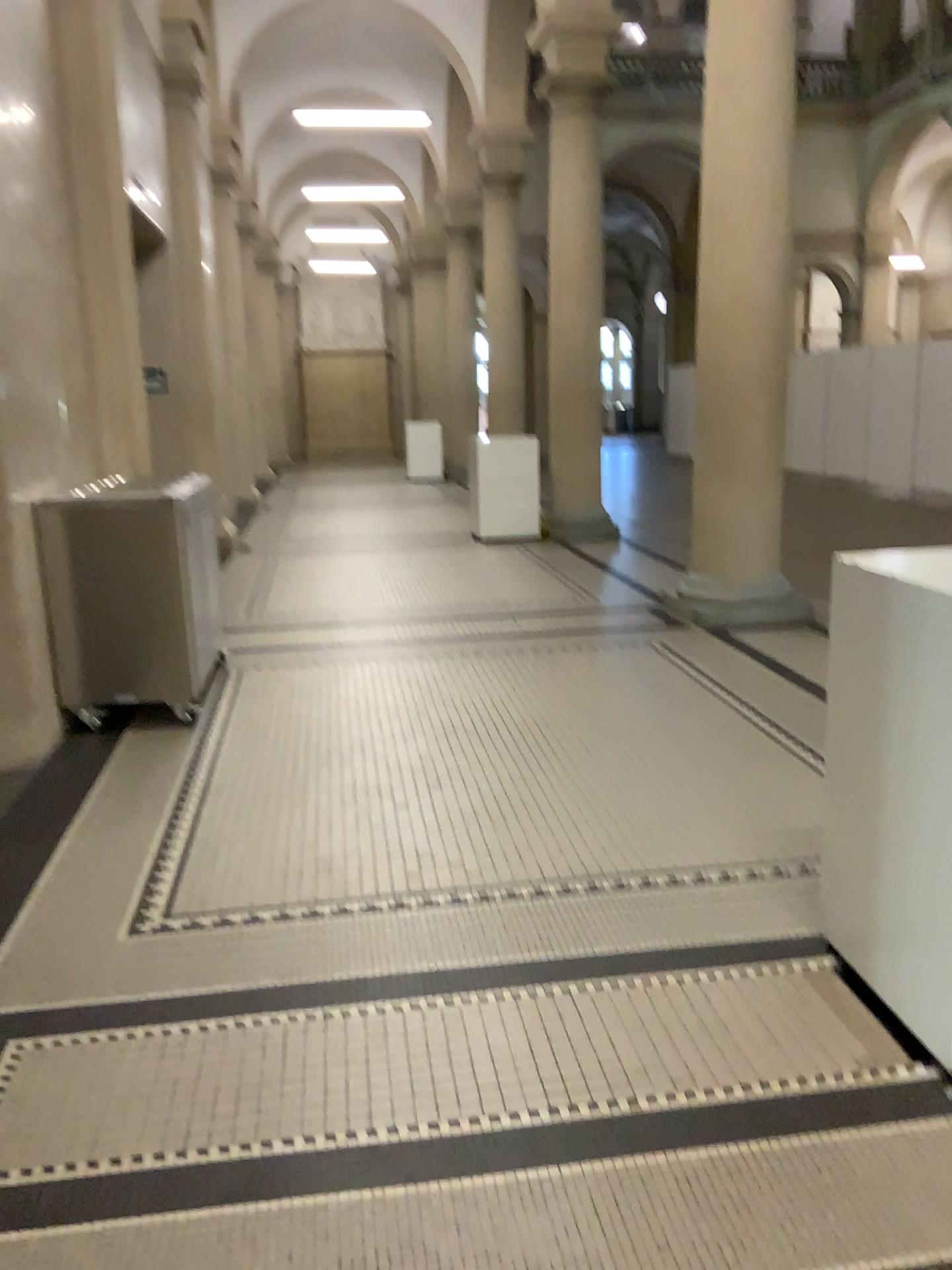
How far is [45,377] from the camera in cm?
442
